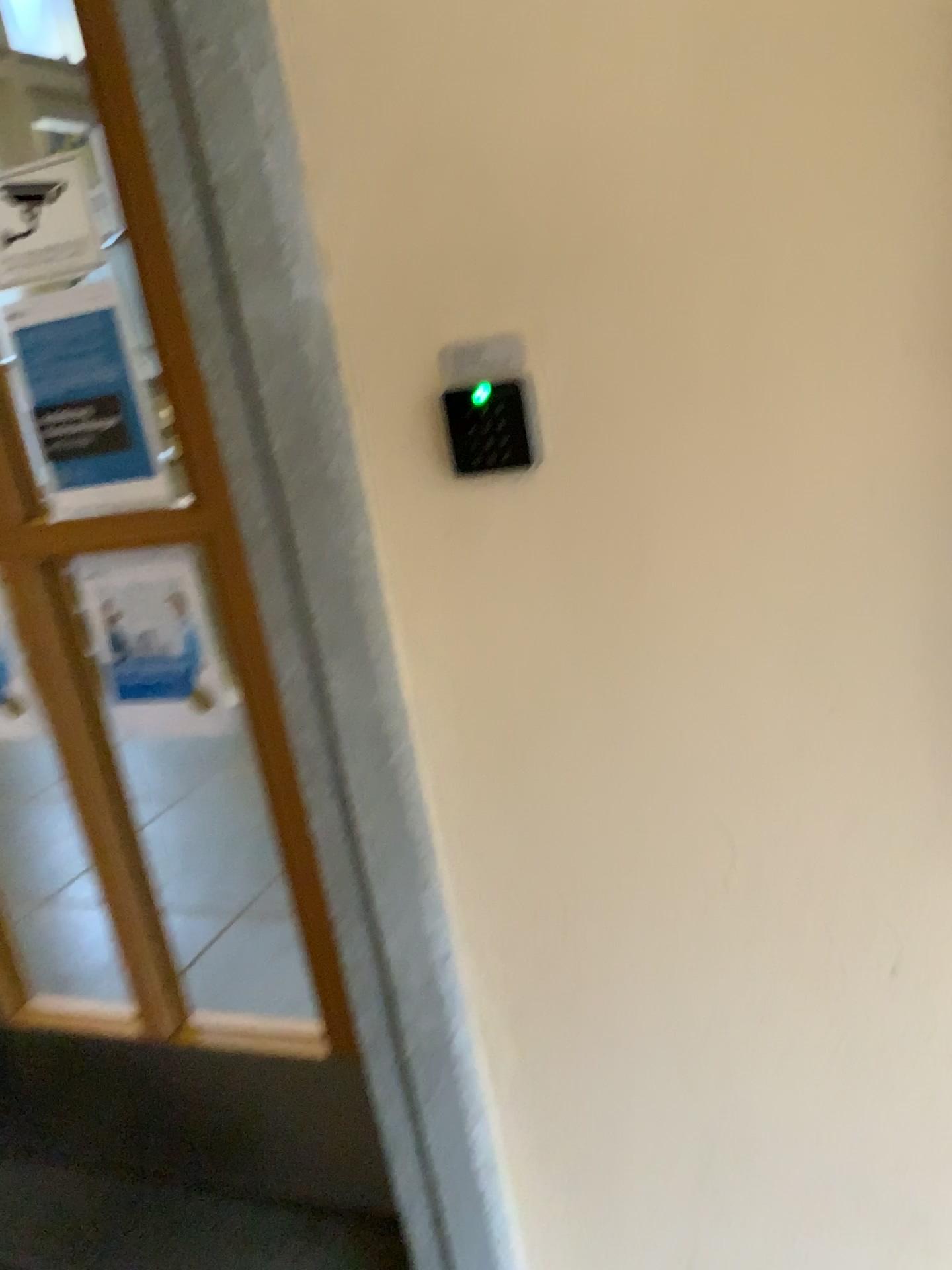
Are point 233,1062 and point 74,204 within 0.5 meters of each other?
no

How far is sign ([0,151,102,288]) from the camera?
1.42m

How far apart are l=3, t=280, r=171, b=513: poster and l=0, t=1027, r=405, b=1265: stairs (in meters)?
0.91

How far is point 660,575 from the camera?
1.0m

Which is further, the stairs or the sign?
the stairs

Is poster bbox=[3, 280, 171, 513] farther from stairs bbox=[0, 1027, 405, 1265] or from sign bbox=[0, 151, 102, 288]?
stairs bbox=[0, 1027, 405, 1265]

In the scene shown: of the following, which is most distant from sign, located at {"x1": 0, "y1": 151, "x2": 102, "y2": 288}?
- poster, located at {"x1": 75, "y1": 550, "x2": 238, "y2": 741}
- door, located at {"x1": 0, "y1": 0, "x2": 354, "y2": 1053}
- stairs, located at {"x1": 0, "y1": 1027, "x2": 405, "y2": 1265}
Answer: stairs, located at {"x1": 0, "y1": 1027, "x2": 405, "y2": 1265}

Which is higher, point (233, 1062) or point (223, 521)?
point (223, 521)

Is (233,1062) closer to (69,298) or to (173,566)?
(173,566)

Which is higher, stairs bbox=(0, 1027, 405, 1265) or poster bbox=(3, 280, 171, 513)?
poster bbox=(3, 280, 171, 513)
